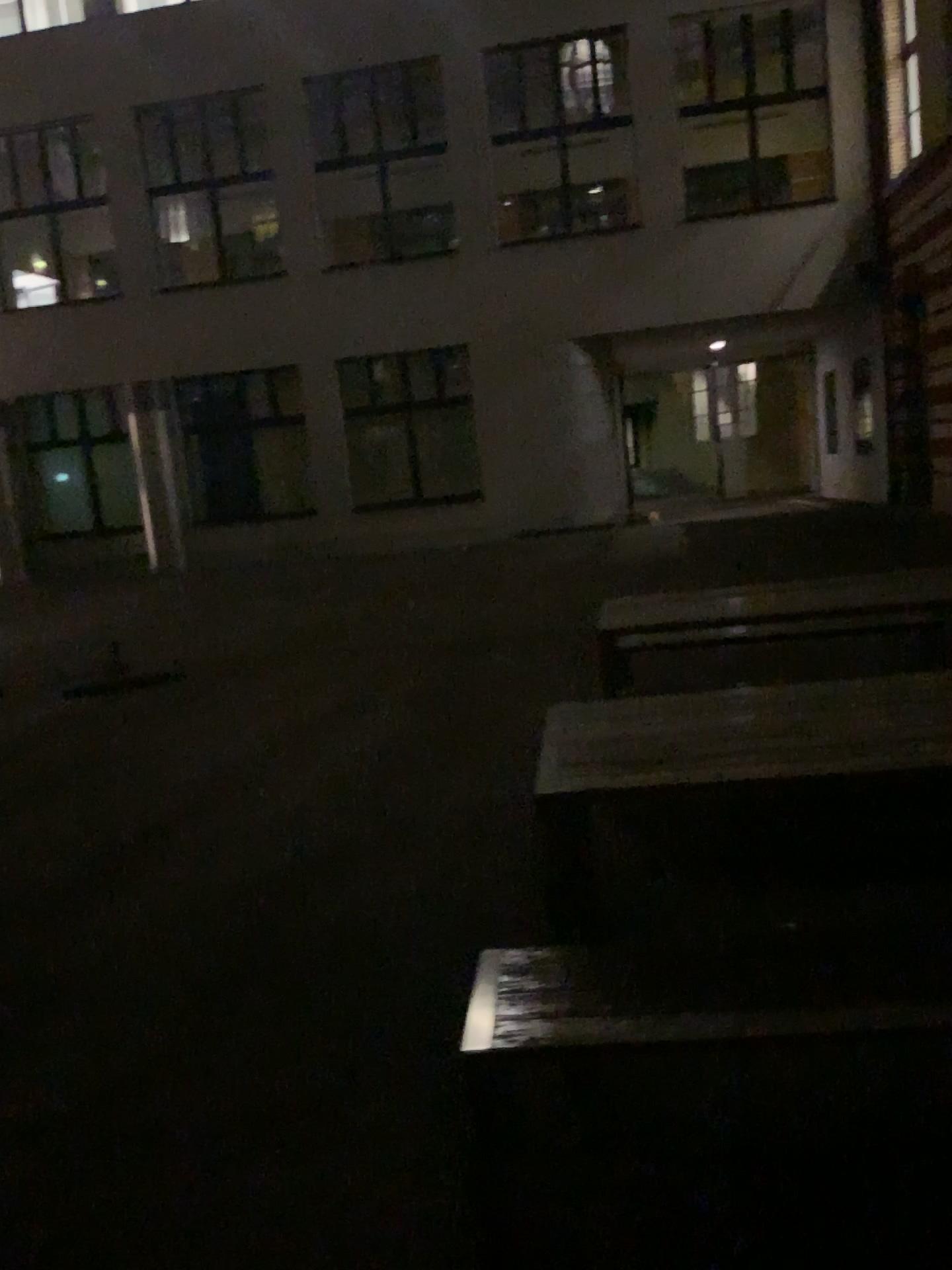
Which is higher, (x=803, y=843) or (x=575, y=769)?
(x=575, y=769)
